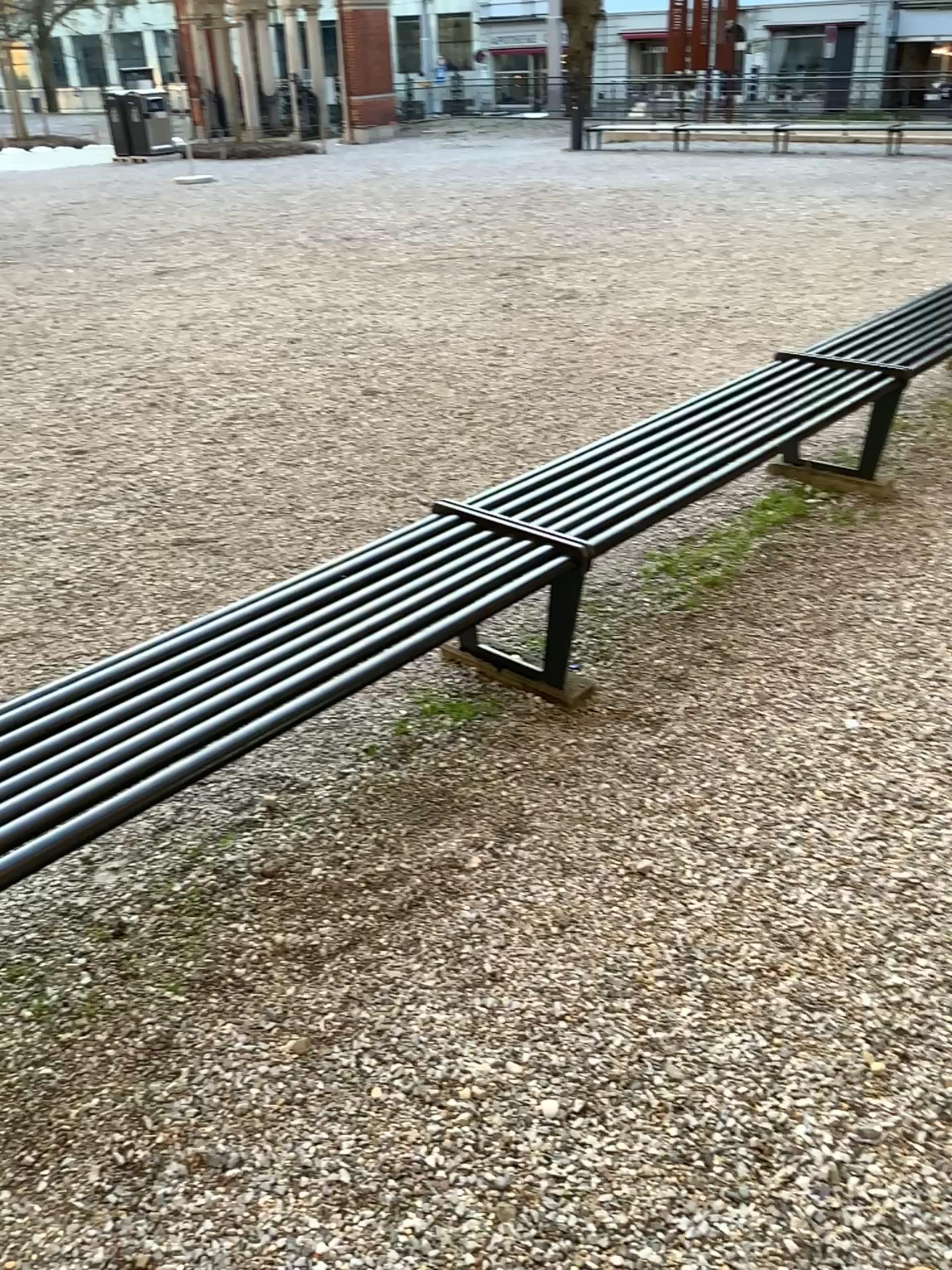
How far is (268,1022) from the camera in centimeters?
196cm
